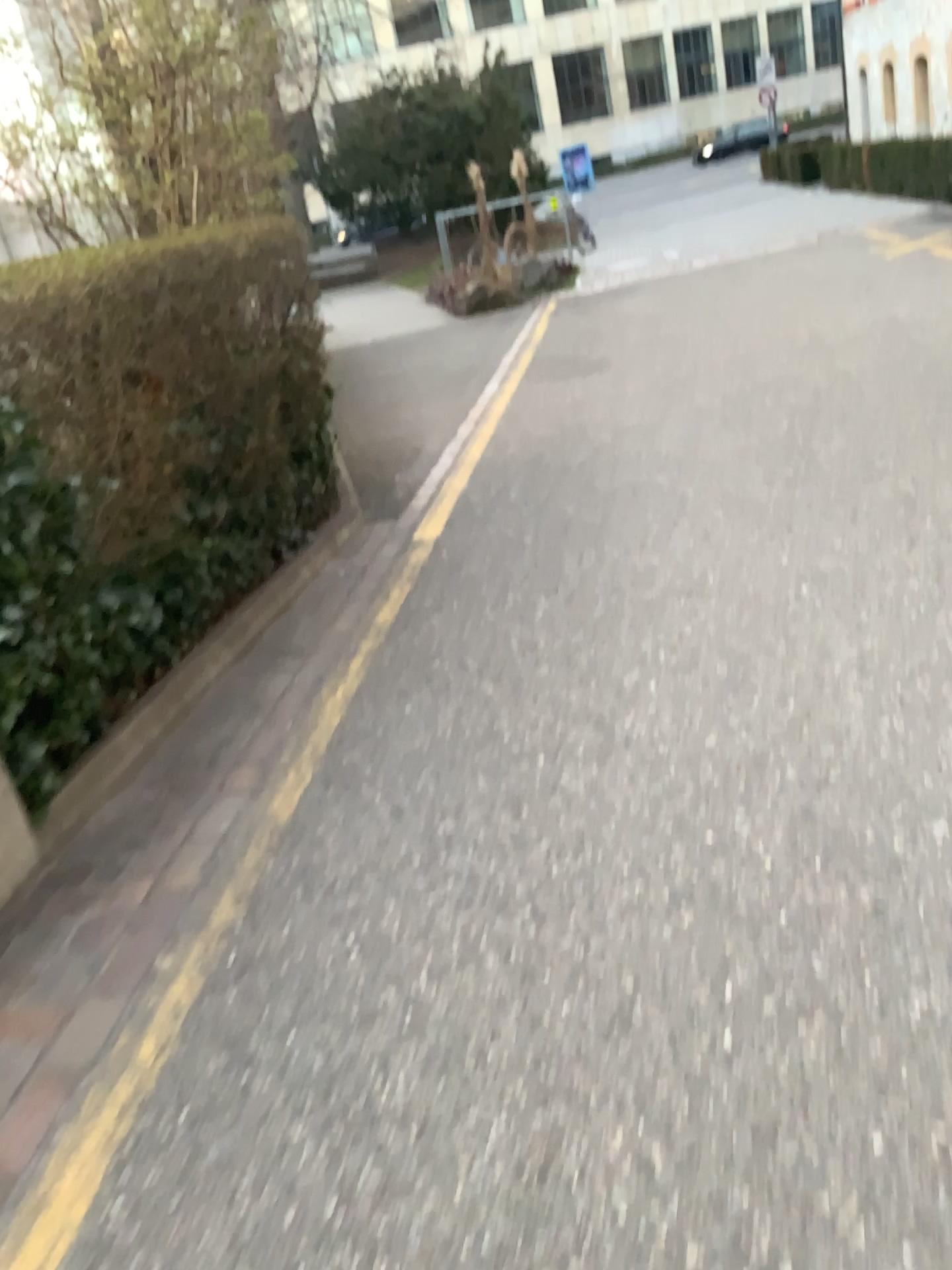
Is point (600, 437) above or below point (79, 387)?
below
